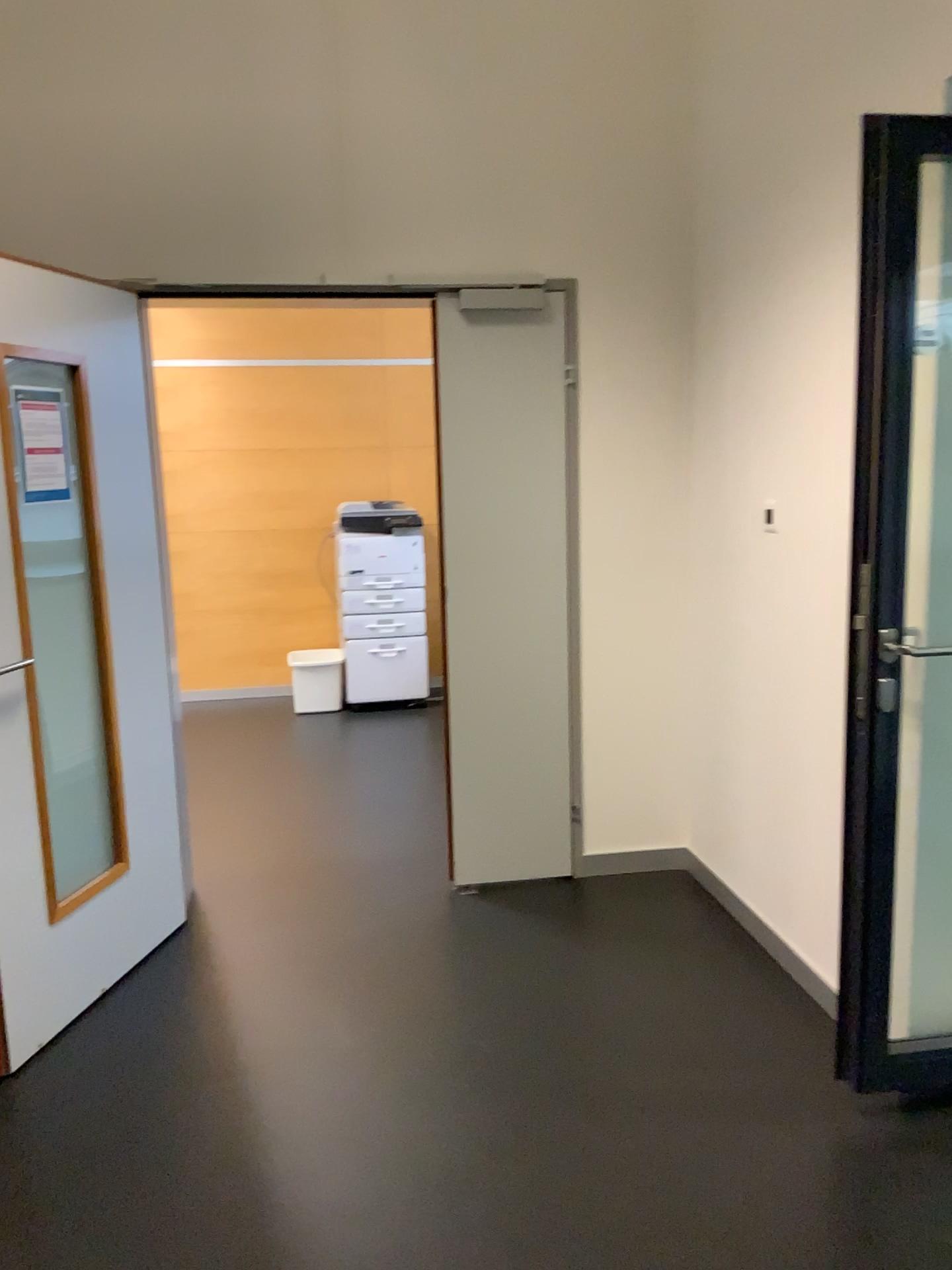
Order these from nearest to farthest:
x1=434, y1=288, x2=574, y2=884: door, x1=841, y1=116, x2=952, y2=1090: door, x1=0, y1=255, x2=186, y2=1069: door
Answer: x1=841, y1=116, x2=952, y2=1090: door → x1=0, y1=255, x2=186, y2=1069: door → x1=434, y1=288, x2=574, y2=884: door

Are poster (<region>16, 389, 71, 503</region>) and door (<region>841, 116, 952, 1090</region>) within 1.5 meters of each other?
no

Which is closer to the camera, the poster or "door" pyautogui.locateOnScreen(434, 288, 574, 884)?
the poster

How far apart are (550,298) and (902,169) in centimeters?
155cm

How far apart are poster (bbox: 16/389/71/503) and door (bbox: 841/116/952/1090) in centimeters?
196cm

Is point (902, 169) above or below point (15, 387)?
above

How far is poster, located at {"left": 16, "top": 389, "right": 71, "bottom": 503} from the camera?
2.6m

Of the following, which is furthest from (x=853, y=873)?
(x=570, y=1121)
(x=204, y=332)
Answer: (x=204, y=332)

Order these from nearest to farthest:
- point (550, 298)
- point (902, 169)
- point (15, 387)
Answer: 1. point (902, 169)
2. point (15, 387)
3. point (550, 298)

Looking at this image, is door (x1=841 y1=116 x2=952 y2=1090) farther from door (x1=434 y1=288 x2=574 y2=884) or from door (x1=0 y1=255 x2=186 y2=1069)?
door (x1=0 y1=255 x2=186 y2=1069)
